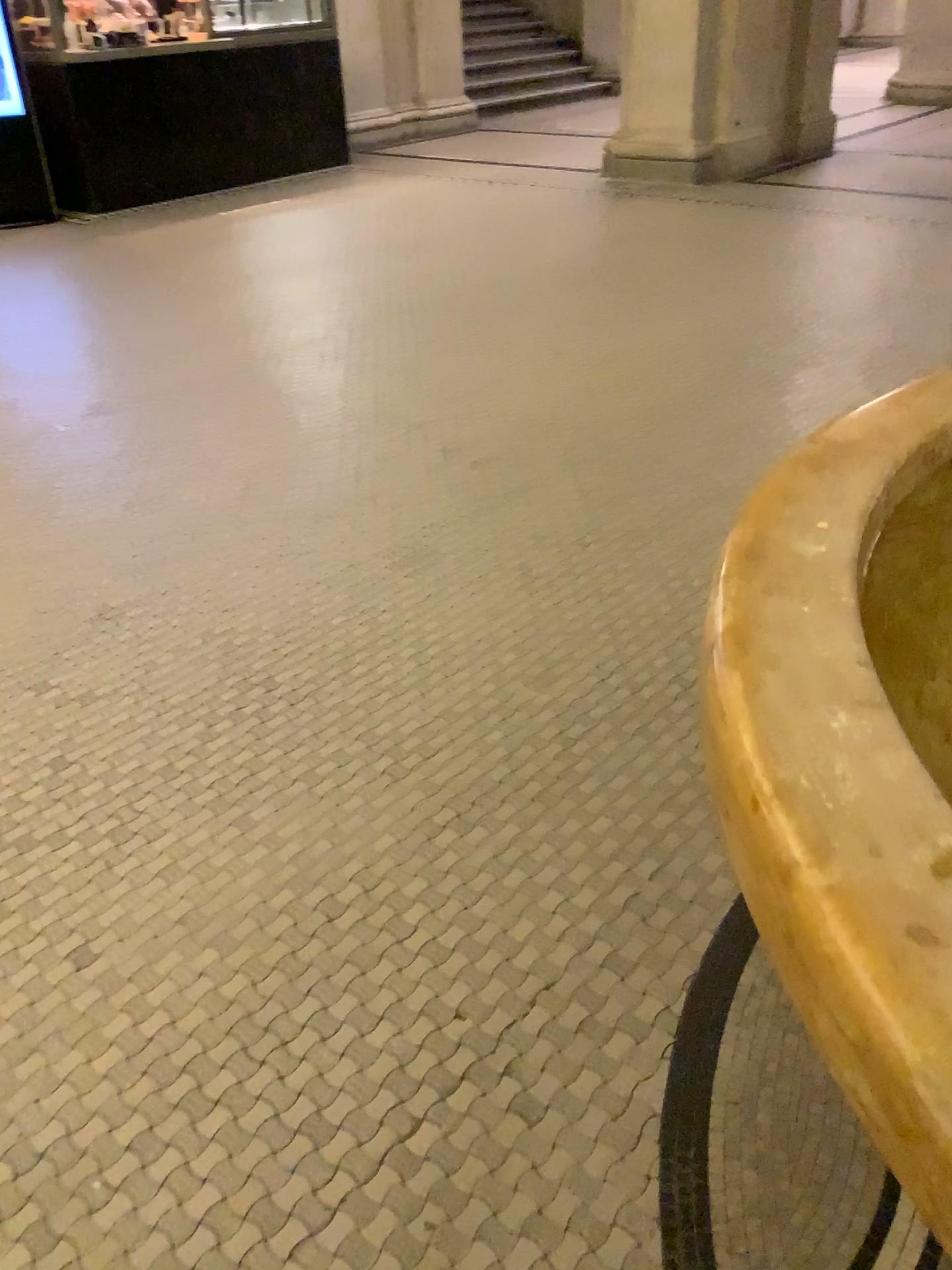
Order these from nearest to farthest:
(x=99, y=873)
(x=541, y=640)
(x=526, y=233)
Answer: (x=99, y=873) → (x=541, y=640) → (x=526, y=233)
